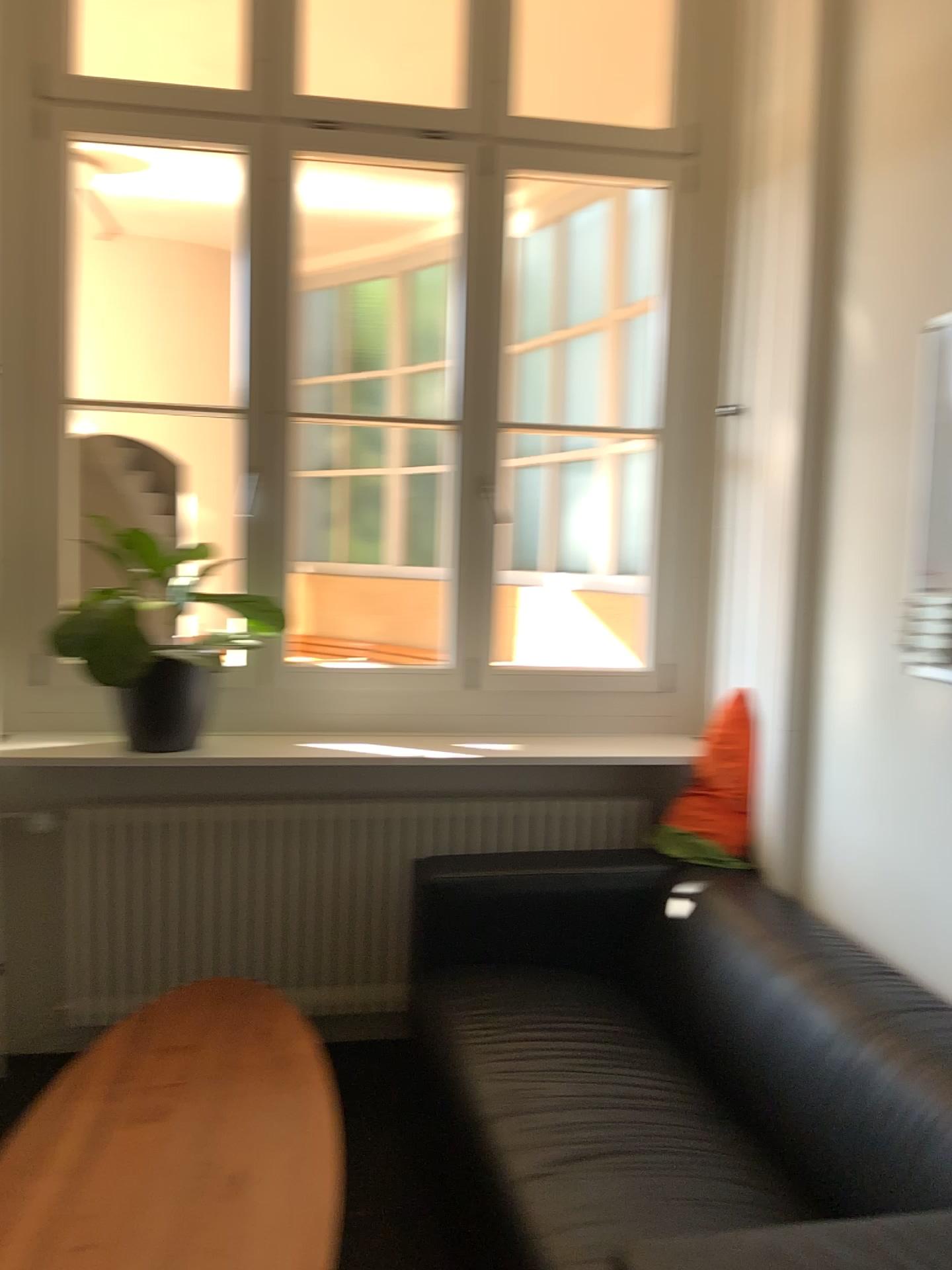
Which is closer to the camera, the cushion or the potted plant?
the cushion

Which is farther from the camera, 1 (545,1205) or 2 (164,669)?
2 (164,669)

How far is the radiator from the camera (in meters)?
2.84

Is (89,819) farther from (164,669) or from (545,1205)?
(545,1205)

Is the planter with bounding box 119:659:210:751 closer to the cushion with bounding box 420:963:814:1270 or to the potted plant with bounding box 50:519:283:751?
the potted plant with bounding box 50:519:283:751

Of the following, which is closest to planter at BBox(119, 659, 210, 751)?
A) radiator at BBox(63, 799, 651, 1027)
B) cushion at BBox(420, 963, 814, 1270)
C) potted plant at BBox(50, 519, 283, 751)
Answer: potted plant at BBox(50, 519, 283, 751)

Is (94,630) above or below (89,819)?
above

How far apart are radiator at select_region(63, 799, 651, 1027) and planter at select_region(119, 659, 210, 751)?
0.3m

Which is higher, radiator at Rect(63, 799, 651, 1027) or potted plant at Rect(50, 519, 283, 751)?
potted plant at Rect(50, 519, 283, 751)

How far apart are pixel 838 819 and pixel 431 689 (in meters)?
1.24
